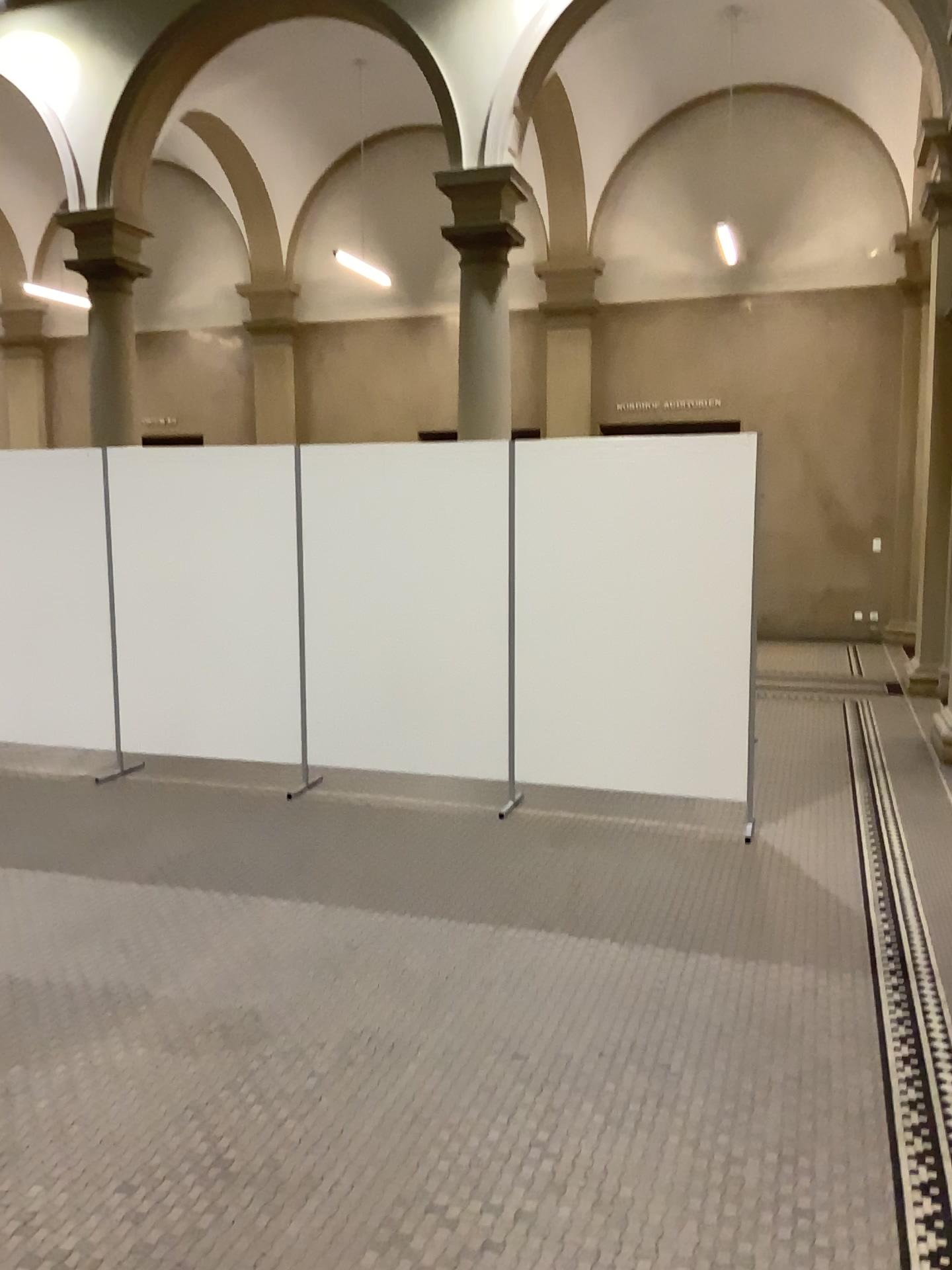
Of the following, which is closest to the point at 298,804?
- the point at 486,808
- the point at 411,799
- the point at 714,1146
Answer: the point at 411,799
